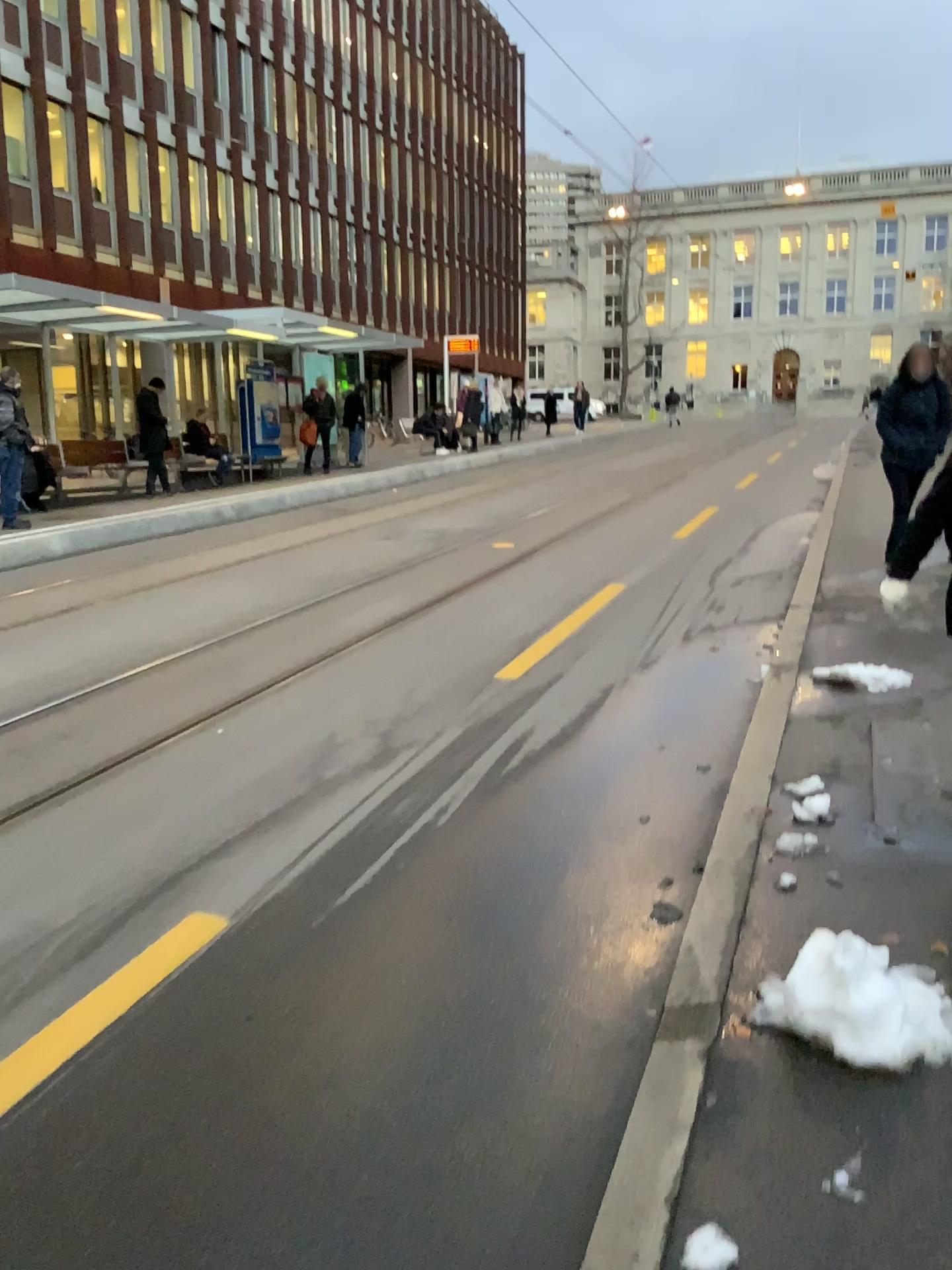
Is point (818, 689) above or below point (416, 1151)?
above
